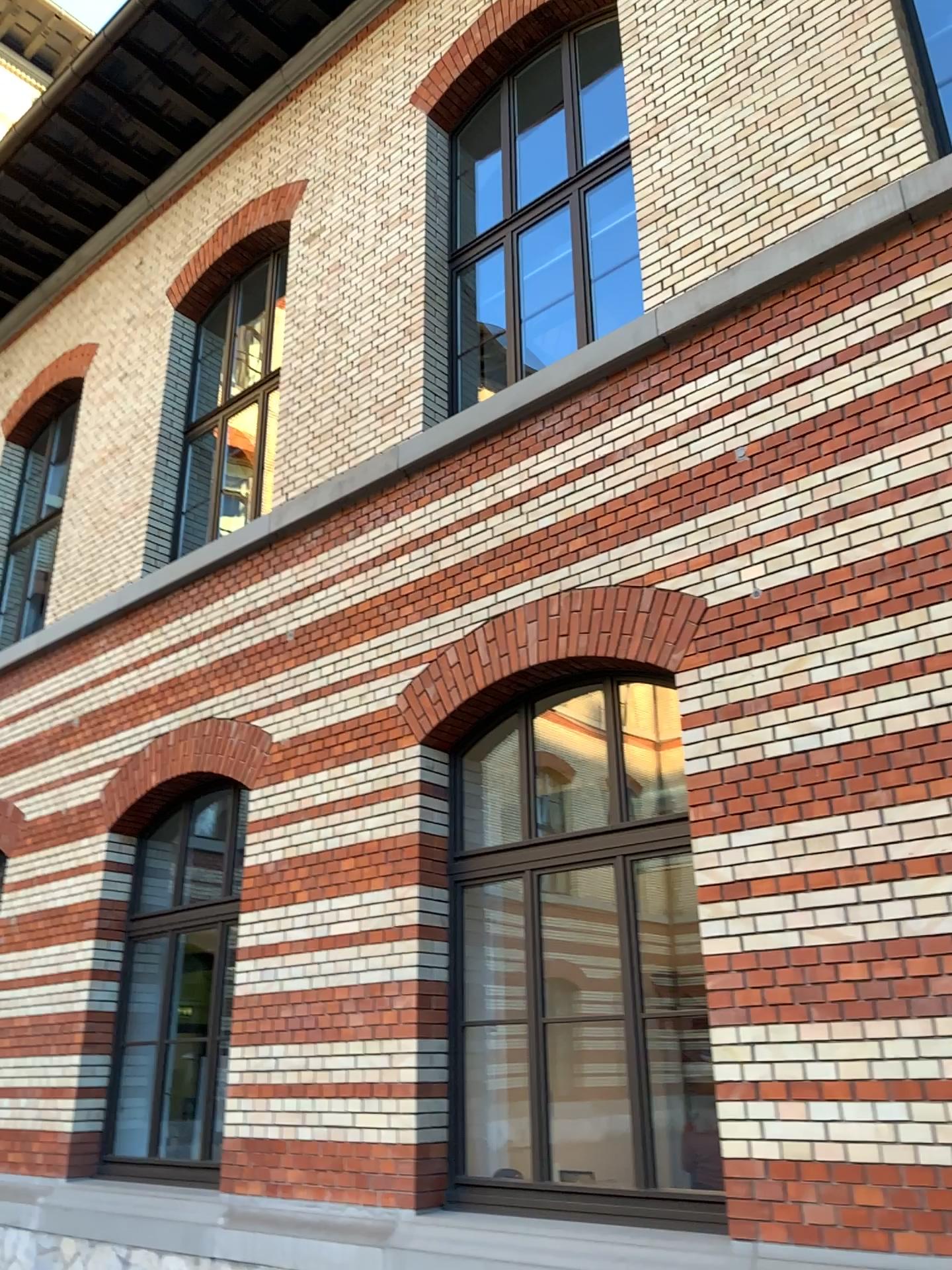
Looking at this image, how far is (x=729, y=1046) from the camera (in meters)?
4.30
